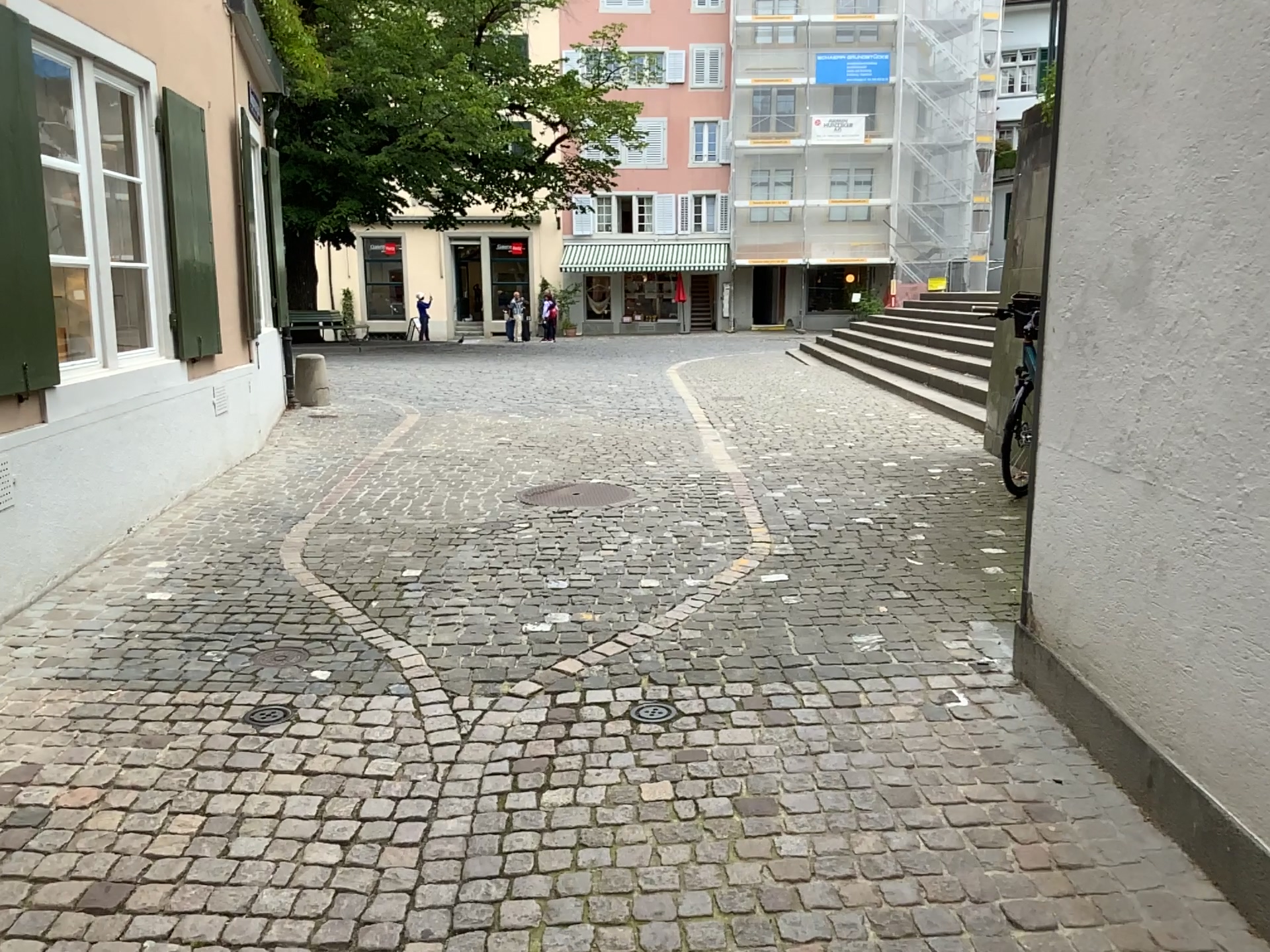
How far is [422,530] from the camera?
5.28m
